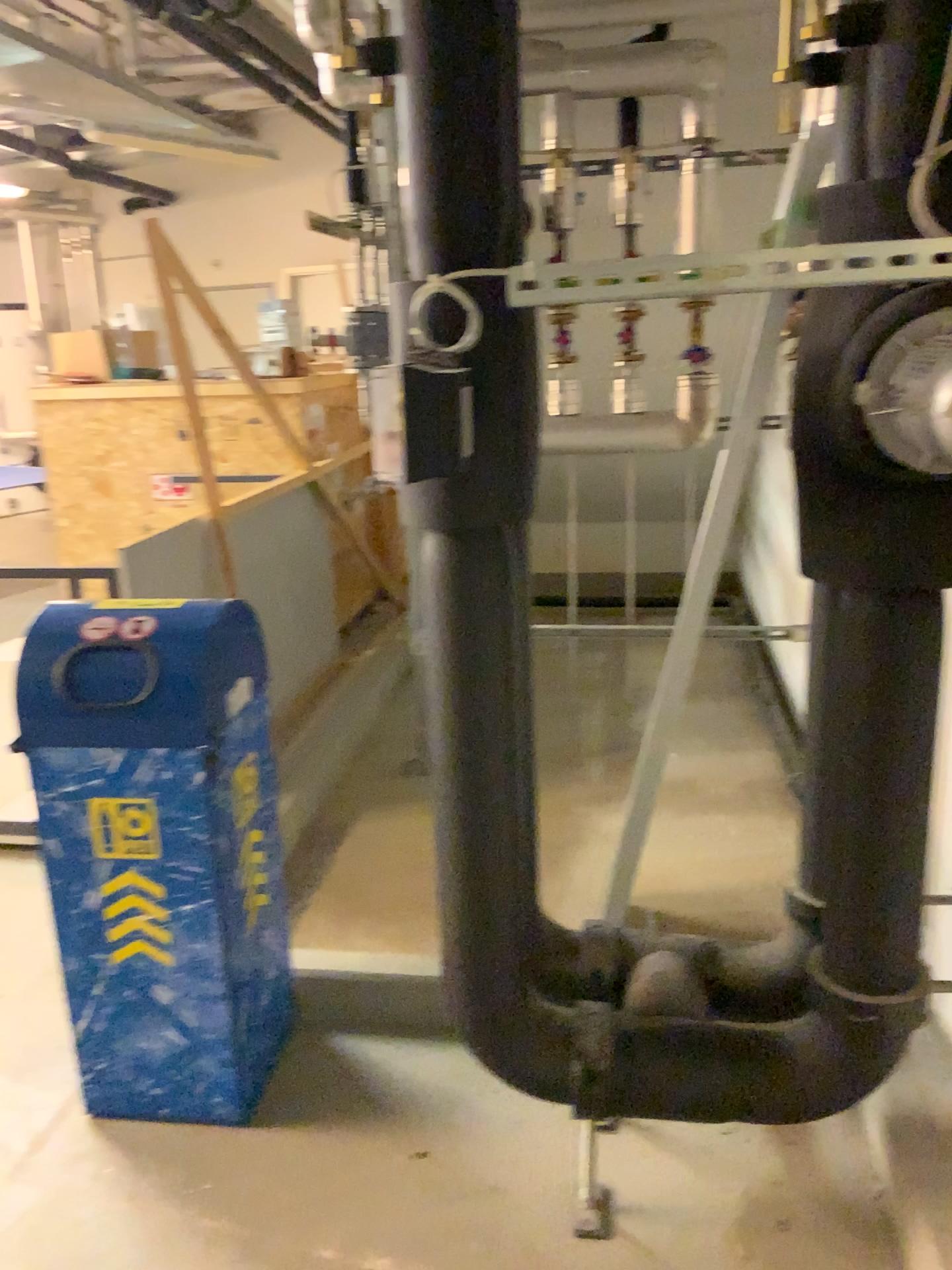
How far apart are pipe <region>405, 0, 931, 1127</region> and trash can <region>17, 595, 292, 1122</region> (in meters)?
0.51

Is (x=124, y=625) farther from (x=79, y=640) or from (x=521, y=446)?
(x=521, y=446)

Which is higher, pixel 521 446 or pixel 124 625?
pixel 521 446

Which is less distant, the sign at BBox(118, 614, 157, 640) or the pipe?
the pipe

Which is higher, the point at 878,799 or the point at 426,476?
the point at 426,476

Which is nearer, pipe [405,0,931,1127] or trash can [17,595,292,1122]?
pipe [405,0,931,1127]

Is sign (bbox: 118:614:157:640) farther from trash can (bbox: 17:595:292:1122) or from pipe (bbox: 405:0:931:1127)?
pipe (bbox: 405:0:931:1127)

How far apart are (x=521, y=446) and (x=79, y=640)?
0.97m

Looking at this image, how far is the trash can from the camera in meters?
2.0 m

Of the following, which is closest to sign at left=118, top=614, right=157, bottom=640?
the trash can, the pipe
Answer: the trash can
